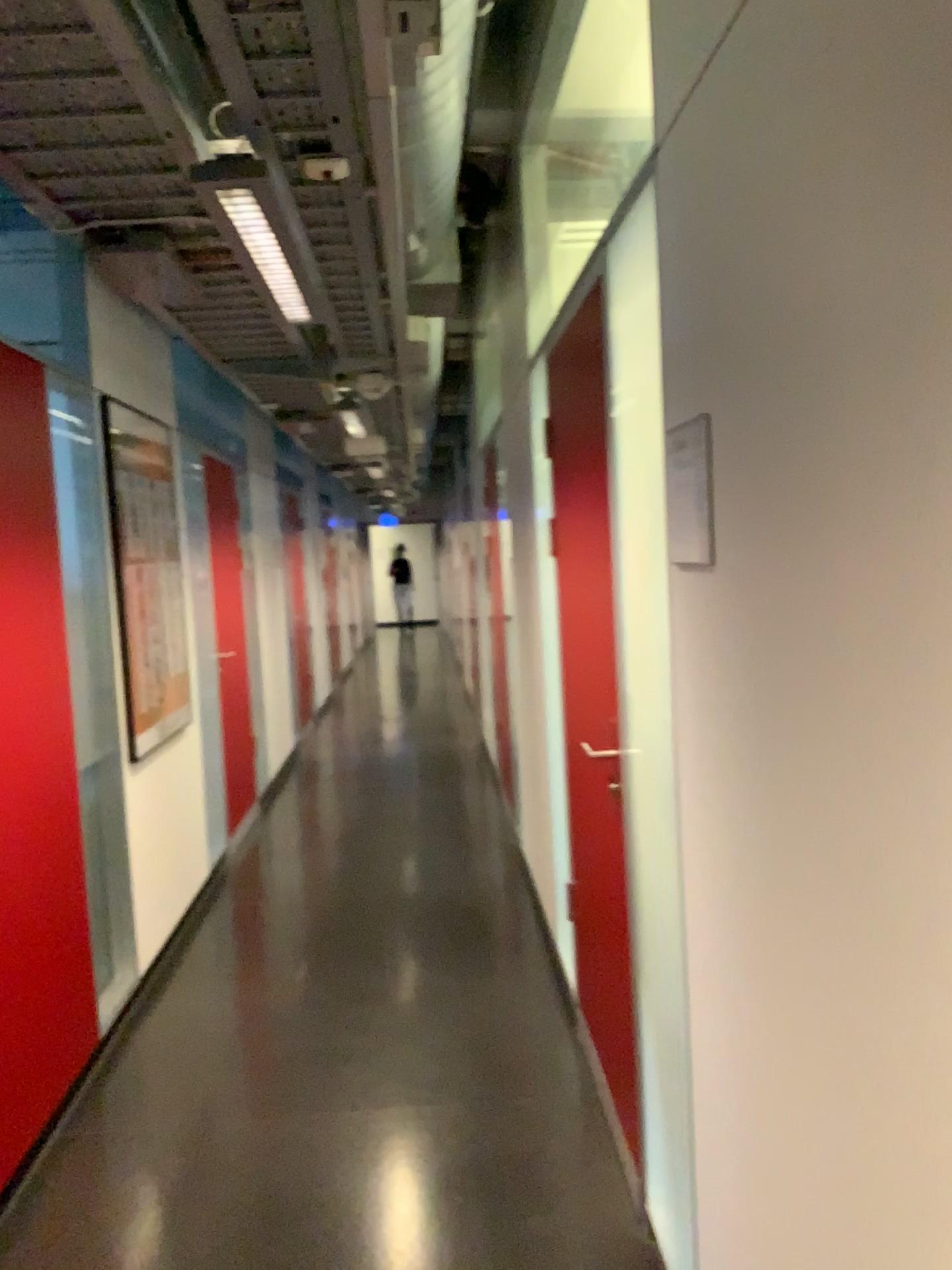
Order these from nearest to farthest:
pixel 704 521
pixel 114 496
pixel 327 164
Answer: pixel 704 521, pixel 327 164, pixel 114 496

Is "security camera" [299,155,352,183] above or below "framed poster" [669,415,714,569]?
above

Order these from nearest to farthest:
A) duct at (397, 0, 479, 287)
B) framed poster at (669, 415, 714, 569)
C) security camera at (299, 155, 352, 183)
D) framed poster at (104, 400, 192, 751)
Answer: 1. framed poster at (669, 415, 714, 569)
2. security camera at (299, 155, 352, 183)
3. duct at (397, 0, 479, 287)
4. framed poster at (104, 400, 192, 751)

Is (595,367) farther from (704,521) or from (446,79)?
(704,521)

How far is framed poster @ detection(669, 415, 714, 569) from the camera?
1.6m

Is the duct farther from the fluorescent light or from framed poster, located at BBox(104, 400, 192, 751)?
framed poster, located at BBox(104, 400, 192, 751)

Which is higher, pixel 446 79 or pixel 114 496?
pixel 446 79

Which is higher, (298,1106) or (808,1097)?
(808,1097)

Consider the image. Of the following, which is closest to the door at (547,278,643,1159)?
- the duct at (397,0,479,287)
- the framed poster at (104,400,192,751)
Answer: the duct at (397,0,479,287)

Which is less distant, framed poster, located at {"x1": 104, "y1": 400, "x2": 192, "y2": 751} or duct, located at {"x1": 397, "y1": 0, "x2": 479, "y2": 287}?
duct, located at {"x1": 397, "y1": 0, "x2": 479, "y2": 287}
